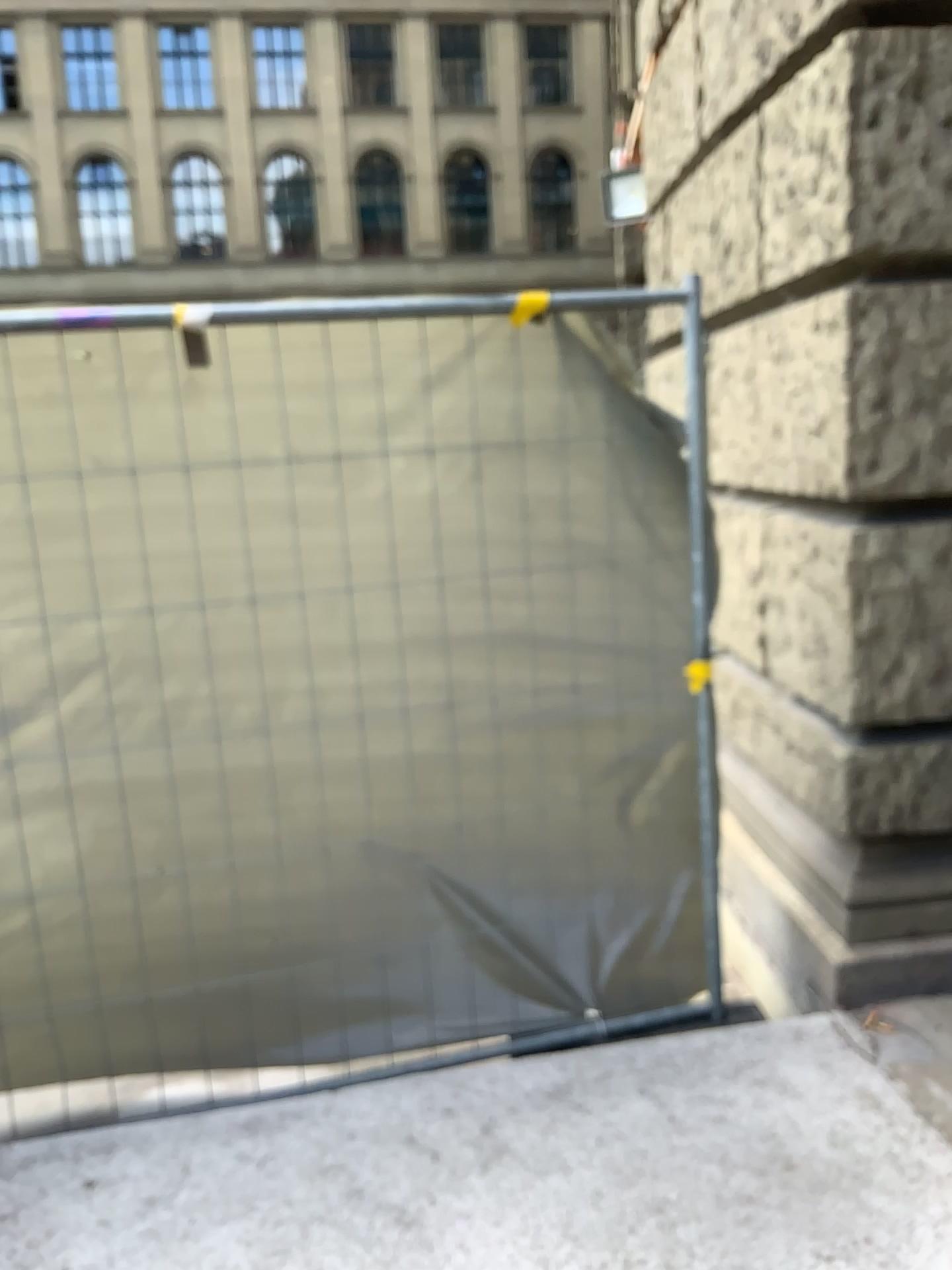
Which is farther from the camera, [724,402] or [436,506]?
[724,402]
